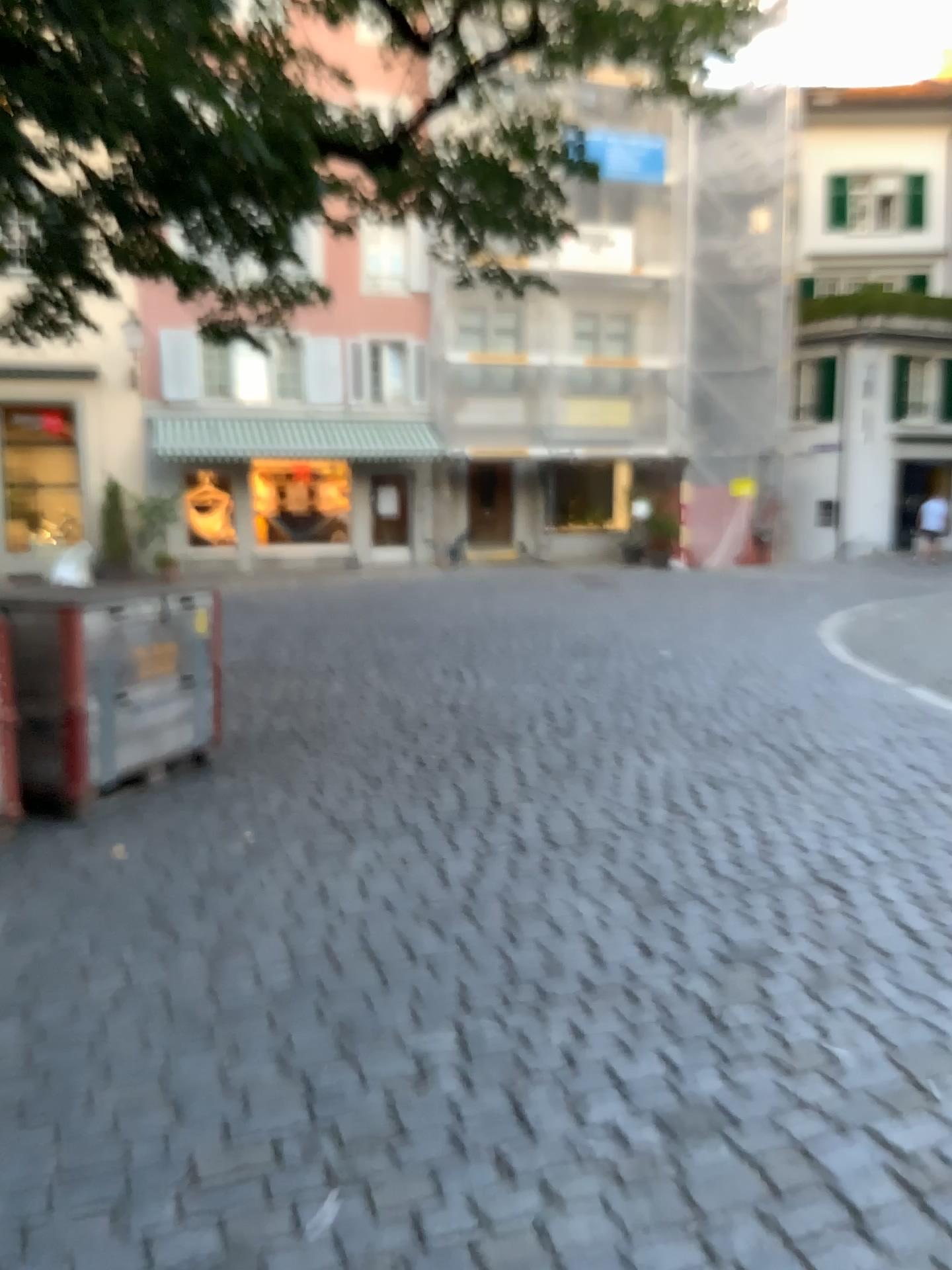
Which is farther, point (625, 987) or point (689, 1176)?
point (625, 987)
